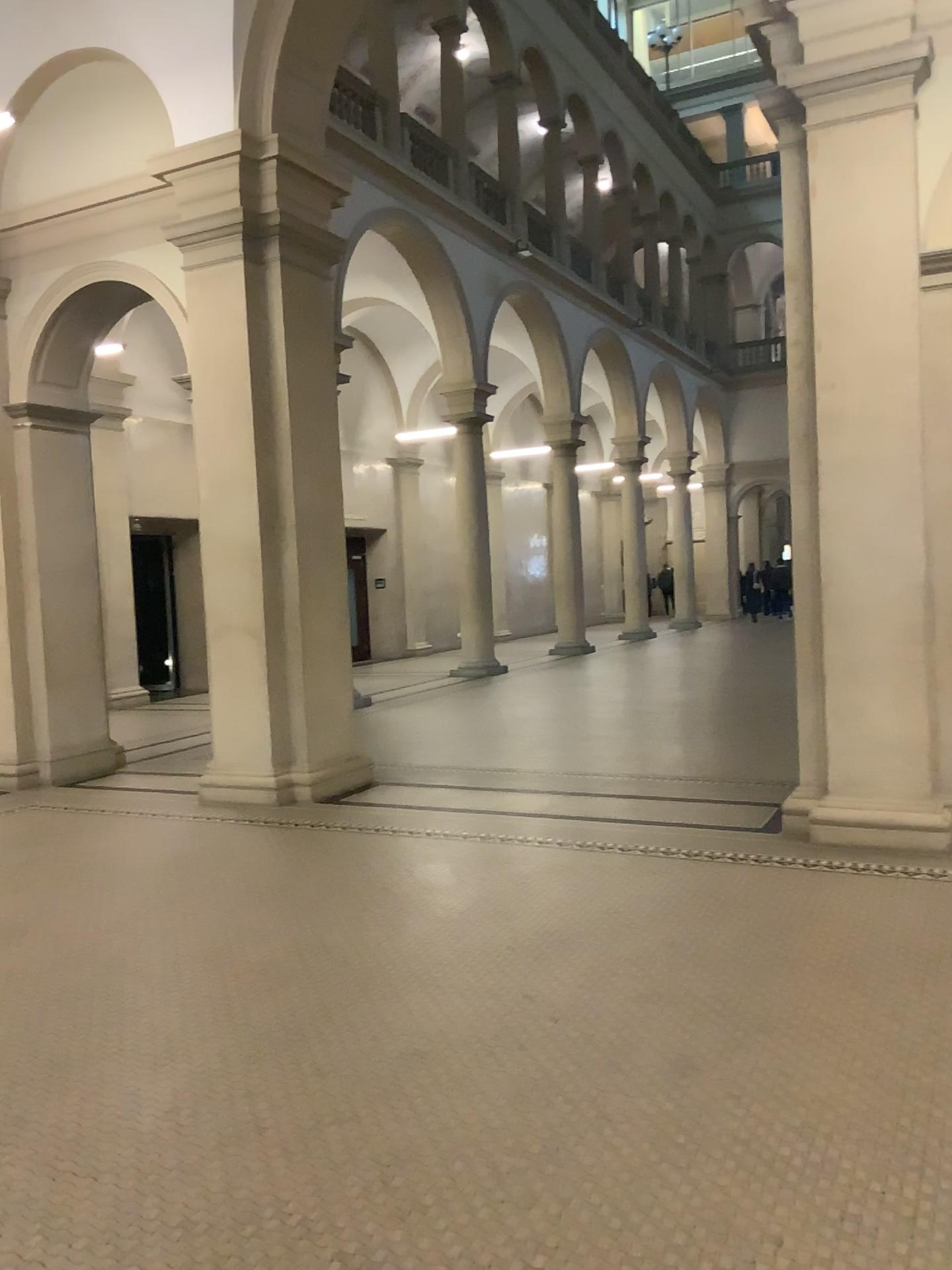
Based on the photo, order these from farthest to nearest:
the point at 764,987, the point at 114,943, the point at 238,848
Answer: the point at 238,848
the point at 114,943
the point at 764,987
